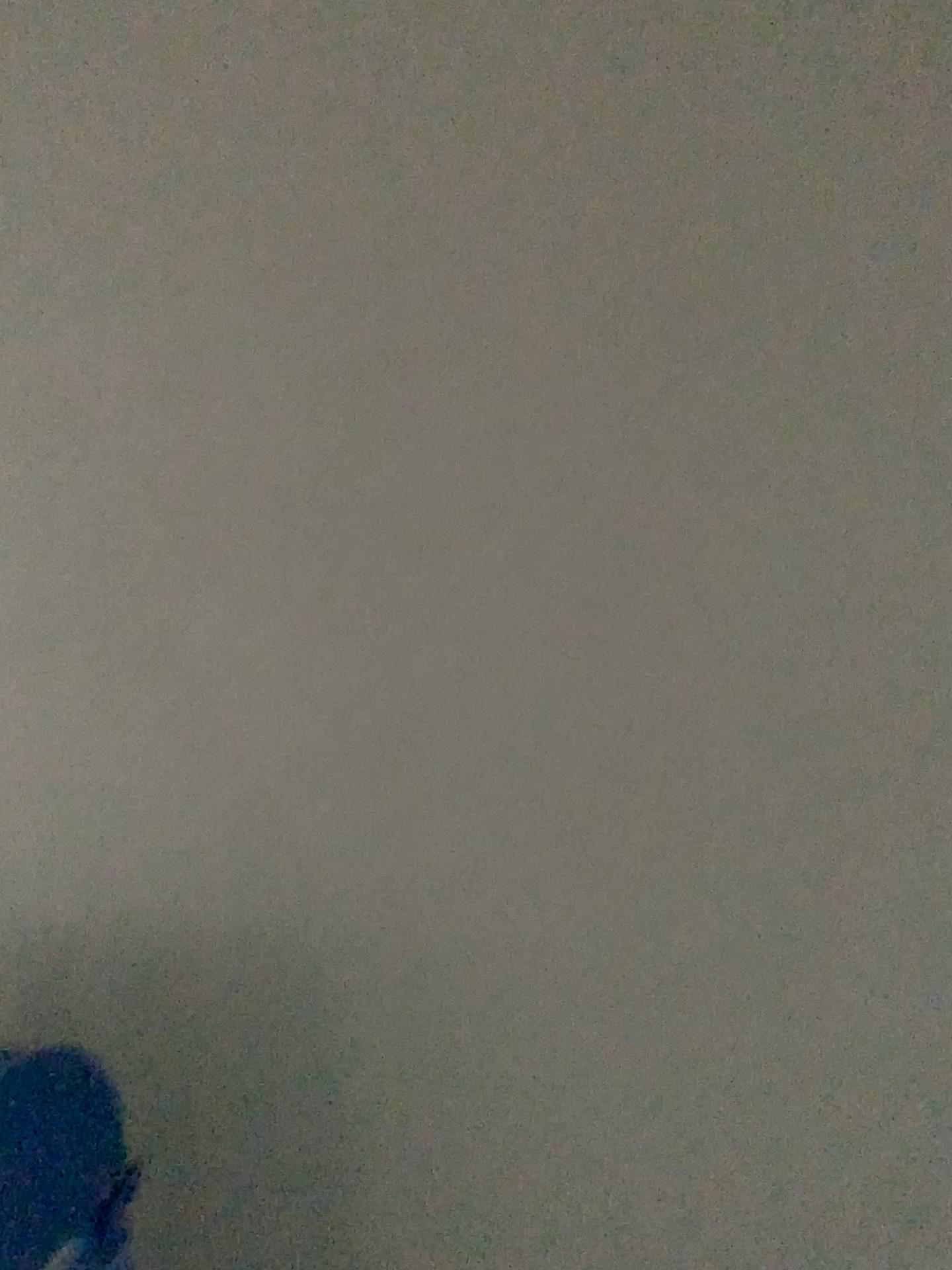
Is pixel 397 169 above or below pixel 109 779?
above

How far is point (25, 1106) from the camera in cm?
114

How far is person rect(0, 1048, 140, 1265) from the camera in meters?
1.1 m
